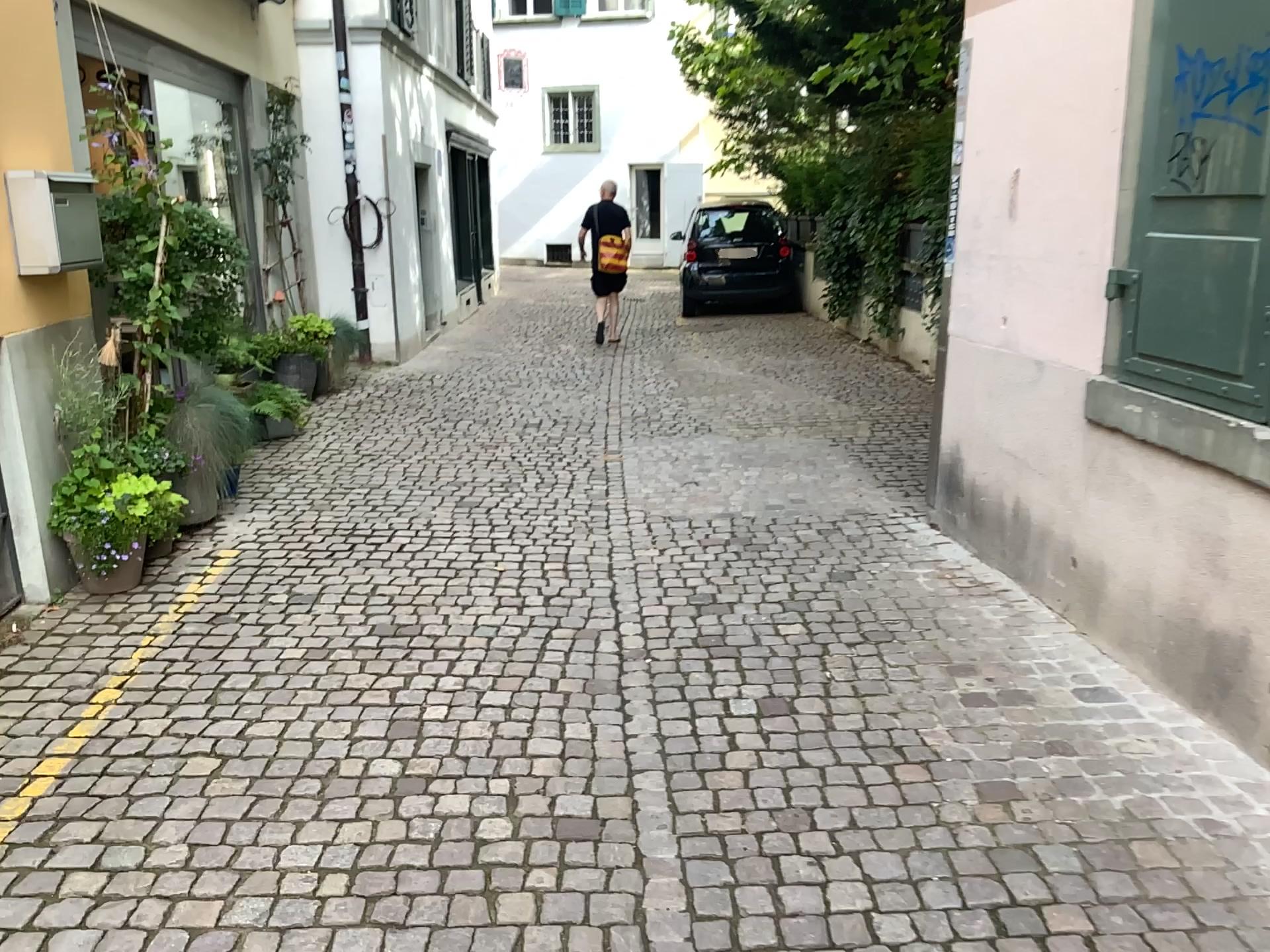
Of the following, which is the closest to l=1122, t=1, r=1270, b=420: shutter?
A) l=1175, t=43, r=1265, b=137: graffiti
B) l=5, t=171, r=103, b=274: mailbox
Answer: l=1175, t=43, r=1265, b=137: graffiti

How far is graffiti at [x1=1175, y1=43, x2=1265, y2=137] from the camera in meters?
2.7 m

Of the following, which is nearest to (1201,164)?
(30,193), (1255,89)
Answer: (1255,89)

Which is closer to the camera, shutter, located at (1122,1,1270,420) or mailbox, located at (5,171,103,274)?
shutter, located at (1122,1,1270,420)

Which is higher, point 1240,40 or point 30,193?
point 1240,40

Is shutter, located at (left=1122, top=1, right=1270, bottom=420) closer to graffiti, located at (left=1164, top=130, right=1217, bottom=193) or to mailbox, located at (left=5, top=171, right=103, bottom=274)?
graffiti, located at (left=1164, top=130, right=1217, bottom=193)

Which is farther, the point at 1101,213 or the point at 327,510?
the point at 327,510

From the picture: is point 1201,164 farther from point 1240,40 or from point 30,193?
point 30,193

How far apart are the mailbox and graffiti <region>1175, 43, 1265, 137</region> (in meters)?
3.73

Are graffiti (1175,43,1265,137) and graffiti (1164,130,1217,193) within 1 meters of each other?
yes
